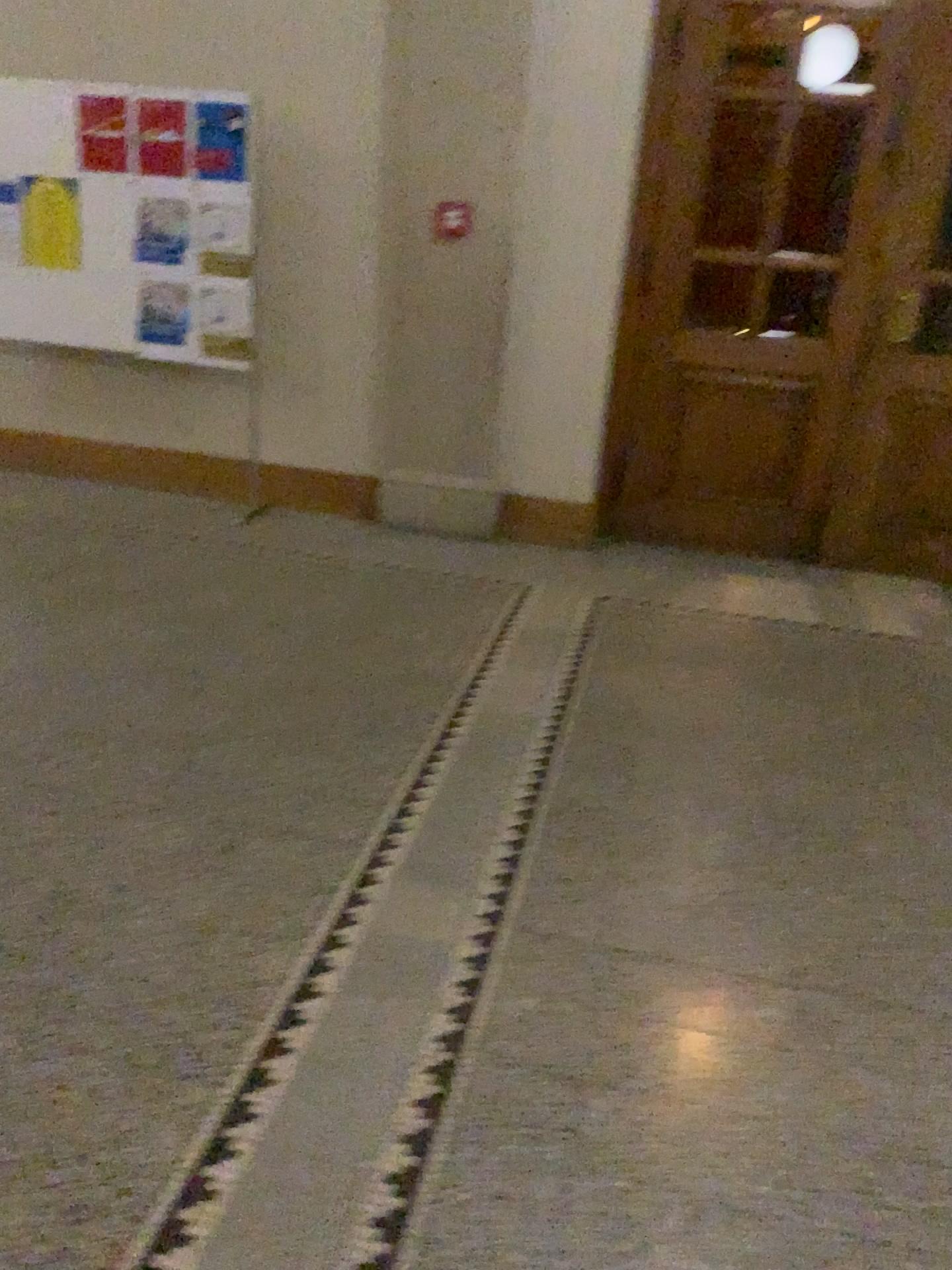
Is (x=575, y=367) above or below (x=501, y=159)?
below
